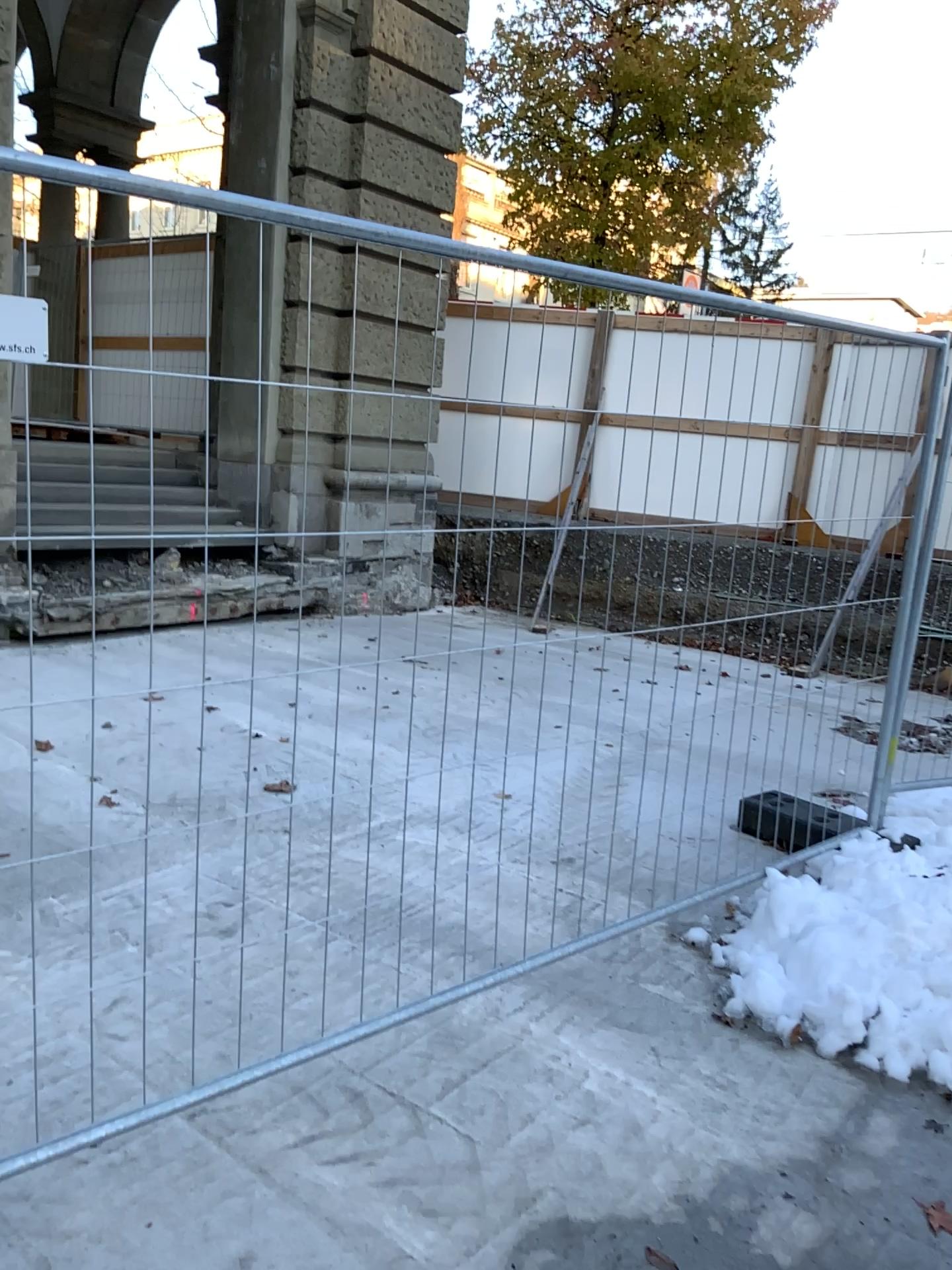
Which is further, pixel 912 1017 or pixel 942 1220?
pixel 912 1017

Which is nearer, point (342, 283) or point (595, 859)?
point (342, 283)

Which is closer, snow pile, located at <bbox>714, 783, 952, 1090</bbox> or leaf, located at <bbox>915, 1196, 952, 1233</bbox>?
leaf, located at <bbox>915, 1196, 952, 1233</bbox>
